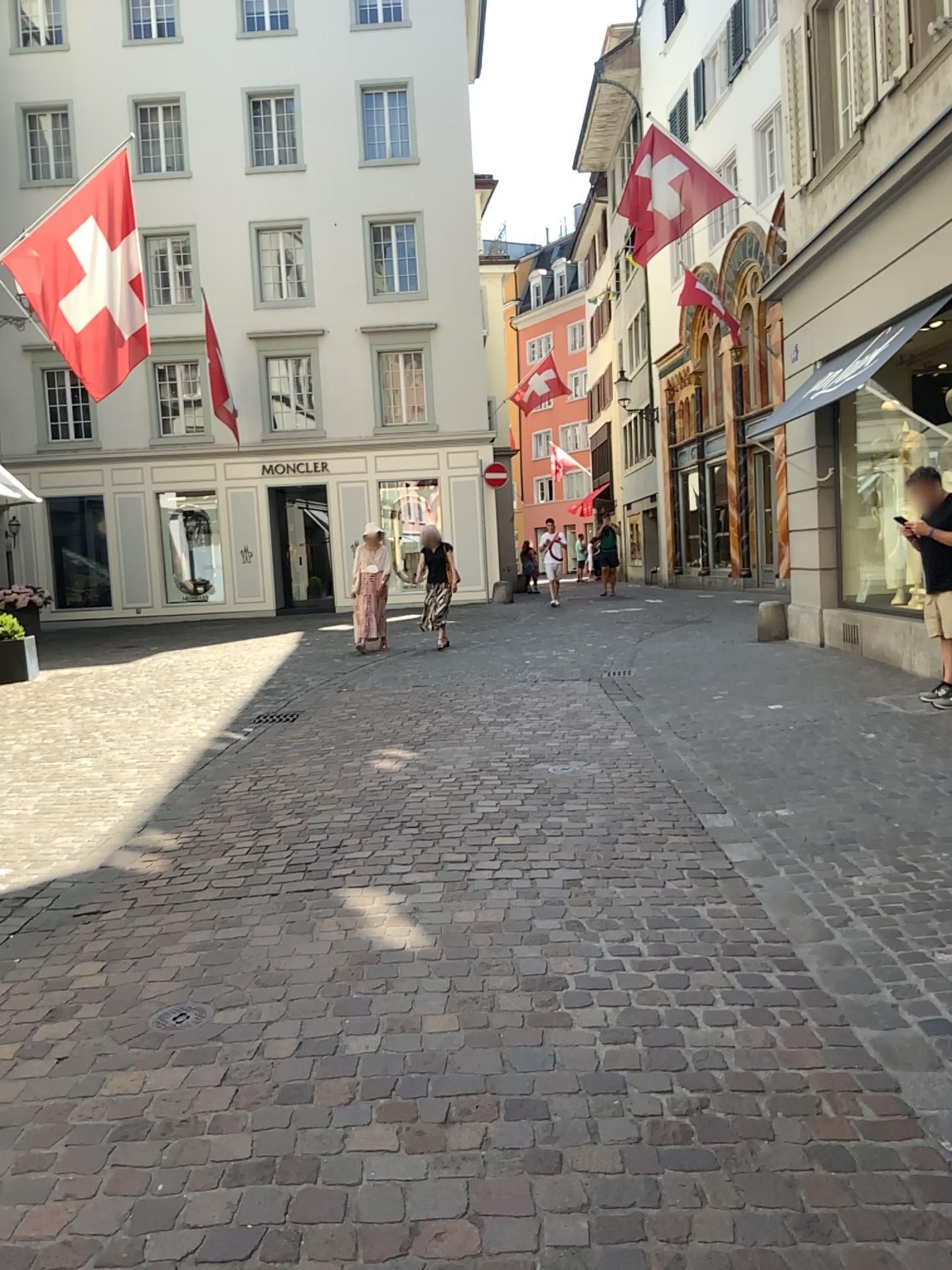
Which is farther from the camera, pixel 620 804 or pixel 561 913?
pixel 620 804
